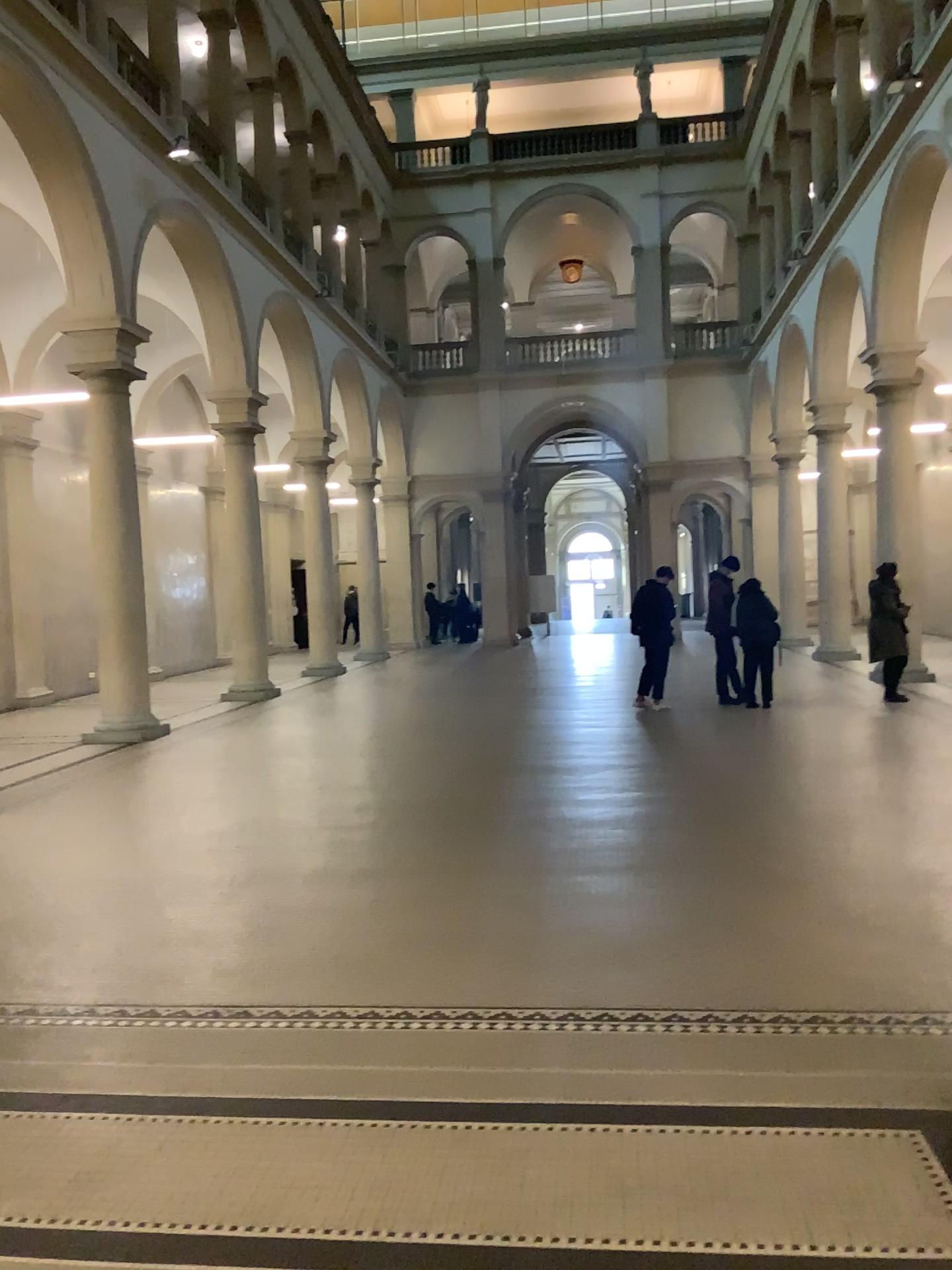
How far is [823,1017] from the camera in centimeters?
366cm

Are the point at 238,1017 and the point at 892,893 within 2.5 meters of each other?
no

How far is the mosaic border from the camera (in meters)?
3.66
